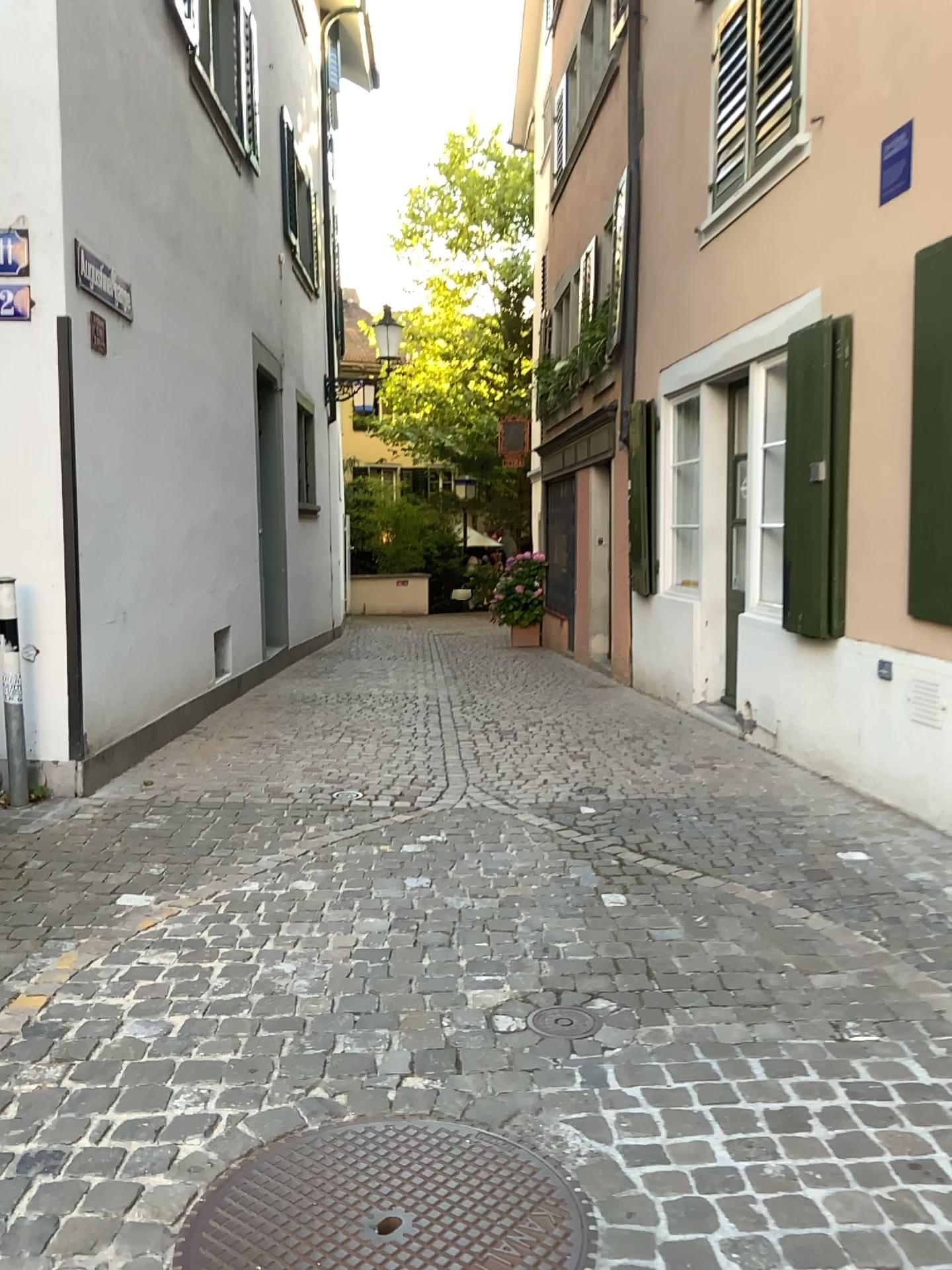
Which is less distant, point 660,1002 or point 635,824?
point 660,1002

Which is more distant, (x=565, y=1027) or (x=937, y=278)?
(x=937, y=278)

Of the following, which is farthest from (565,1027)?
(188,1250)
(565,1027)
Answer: (188,1250)

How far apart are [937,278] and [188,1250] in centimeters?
400cm

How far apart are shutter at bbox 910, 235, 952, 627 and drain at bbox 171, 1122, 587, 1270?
2.9m

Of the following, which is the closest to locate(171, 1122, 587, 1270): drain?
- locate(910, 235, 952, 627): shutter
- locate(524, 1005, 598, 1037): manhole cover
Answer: locate(524, 1005, 598, 1037): manhole cover

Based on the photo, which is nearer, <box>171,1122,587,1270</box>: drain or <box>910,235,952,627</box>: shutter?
<box>171,1122,587,1270</box>: drain

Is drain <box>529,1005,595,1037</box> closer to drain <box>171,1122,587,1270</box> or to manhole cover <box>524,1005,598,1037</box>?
manhole cover <box>524,1005,598,1037</box>

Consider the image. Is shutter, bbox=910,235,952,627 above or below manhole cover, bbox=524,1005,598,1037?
above

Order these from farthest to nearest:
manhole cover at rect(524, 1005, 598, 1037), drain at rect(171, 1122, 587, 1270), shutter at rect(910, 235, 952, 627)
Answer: shutter at rect(910, 235, 952, 627) < manhole cover at rect(524, 1005, 598, 1037) < drain at rect(171, 1122, 587, 1270)
